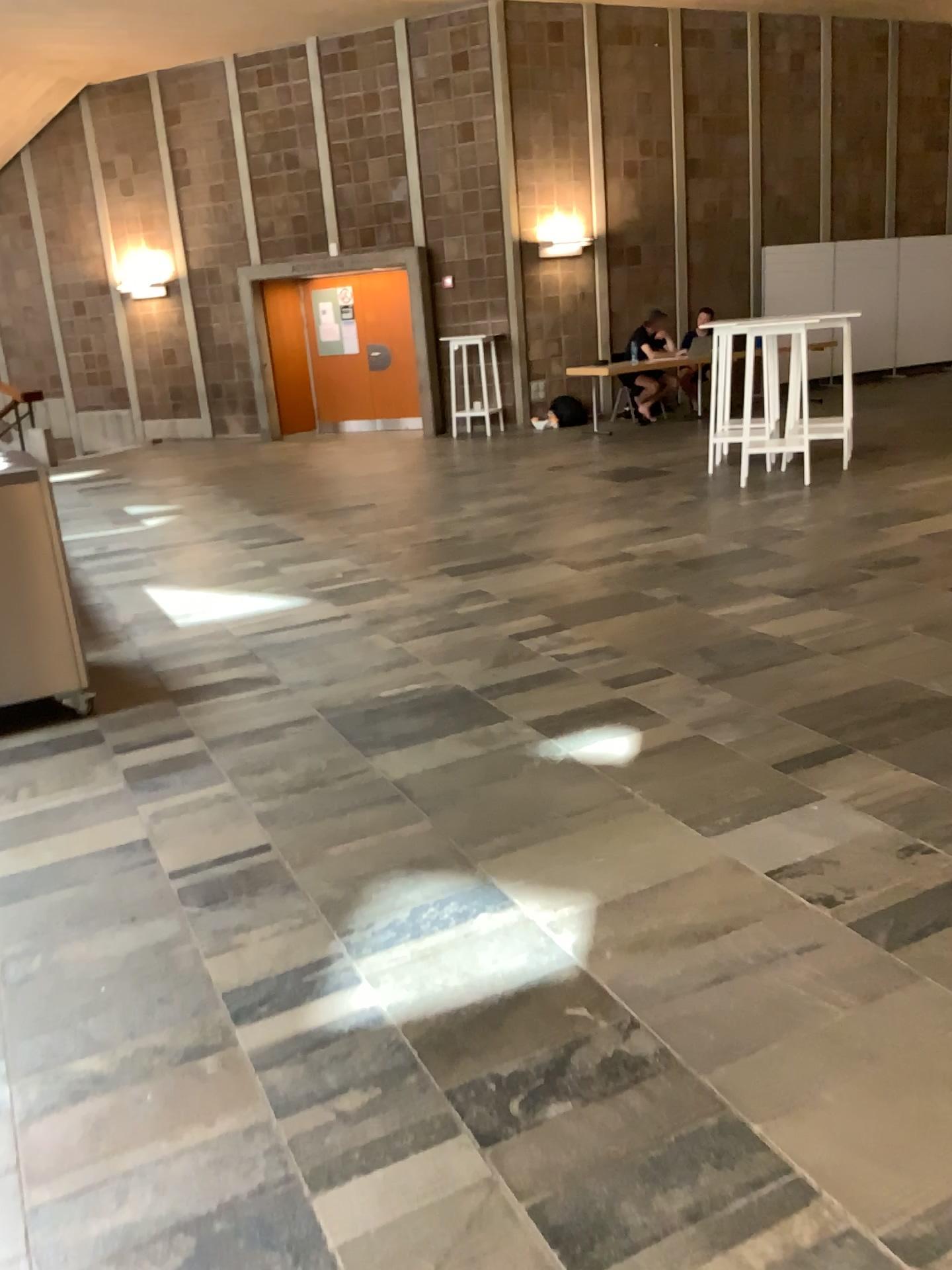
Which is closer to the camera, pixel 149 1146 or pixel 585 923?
pixel 149 1146
